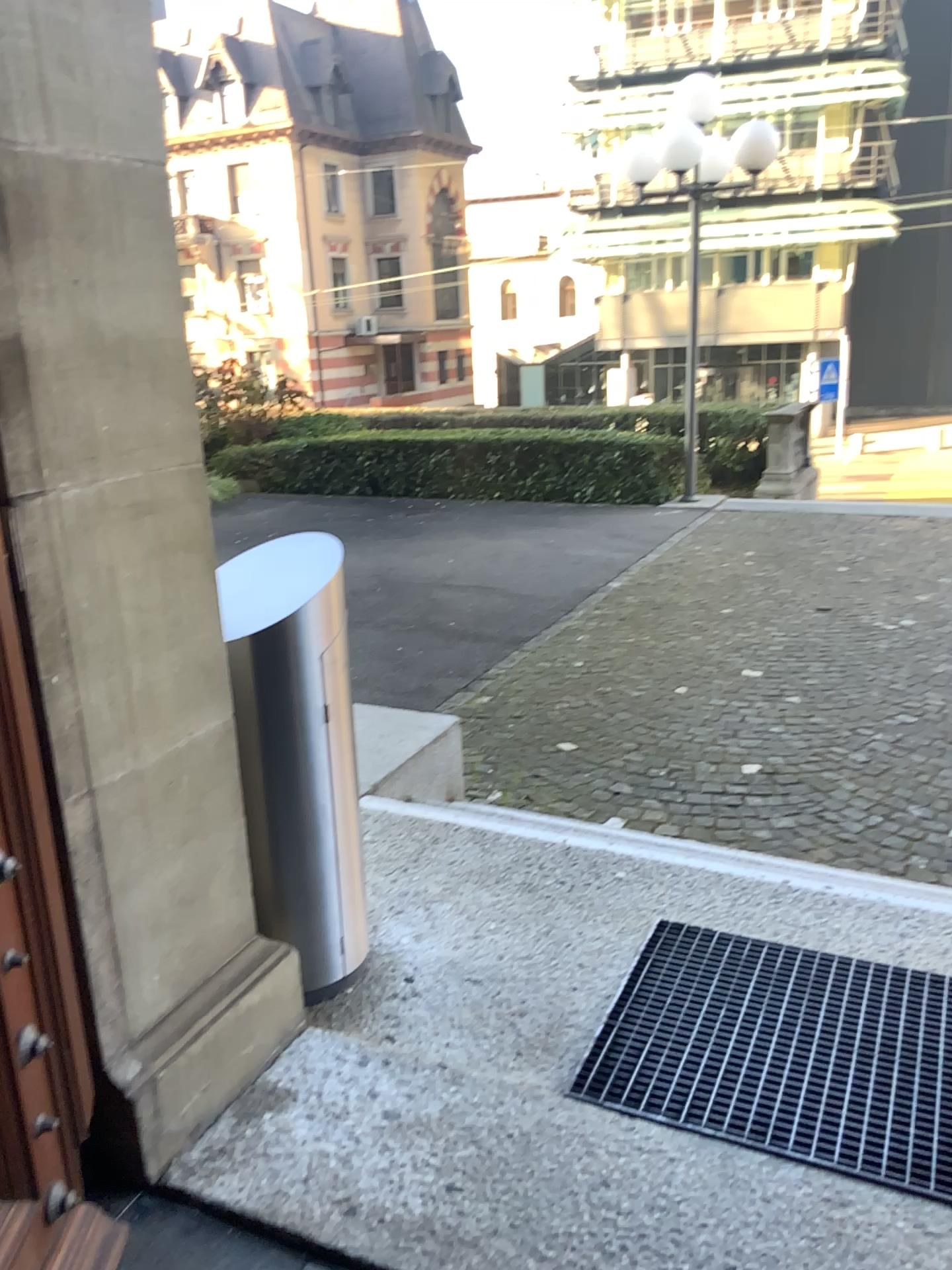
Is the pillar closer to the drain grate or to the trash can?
the trash can

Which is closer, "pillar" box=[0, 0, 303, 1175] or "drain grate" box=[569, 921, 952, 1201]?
"pillar" box=[0, 0, 303, 1175]

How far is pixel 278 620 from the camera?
2.21m

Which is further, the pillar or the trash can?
the trash can

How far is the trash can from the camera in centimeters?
221cm

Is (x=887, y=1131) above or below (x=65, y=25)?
below

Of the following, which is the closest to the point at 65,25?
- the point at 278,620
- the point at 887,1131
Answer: the point at 278,620

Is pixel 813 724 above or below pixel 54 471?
below

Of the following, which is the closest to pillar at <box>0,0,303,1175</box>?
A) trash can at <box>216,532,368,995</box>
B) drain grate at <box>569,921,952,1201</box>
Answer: trash can at <box>216,532,368,995</box>
